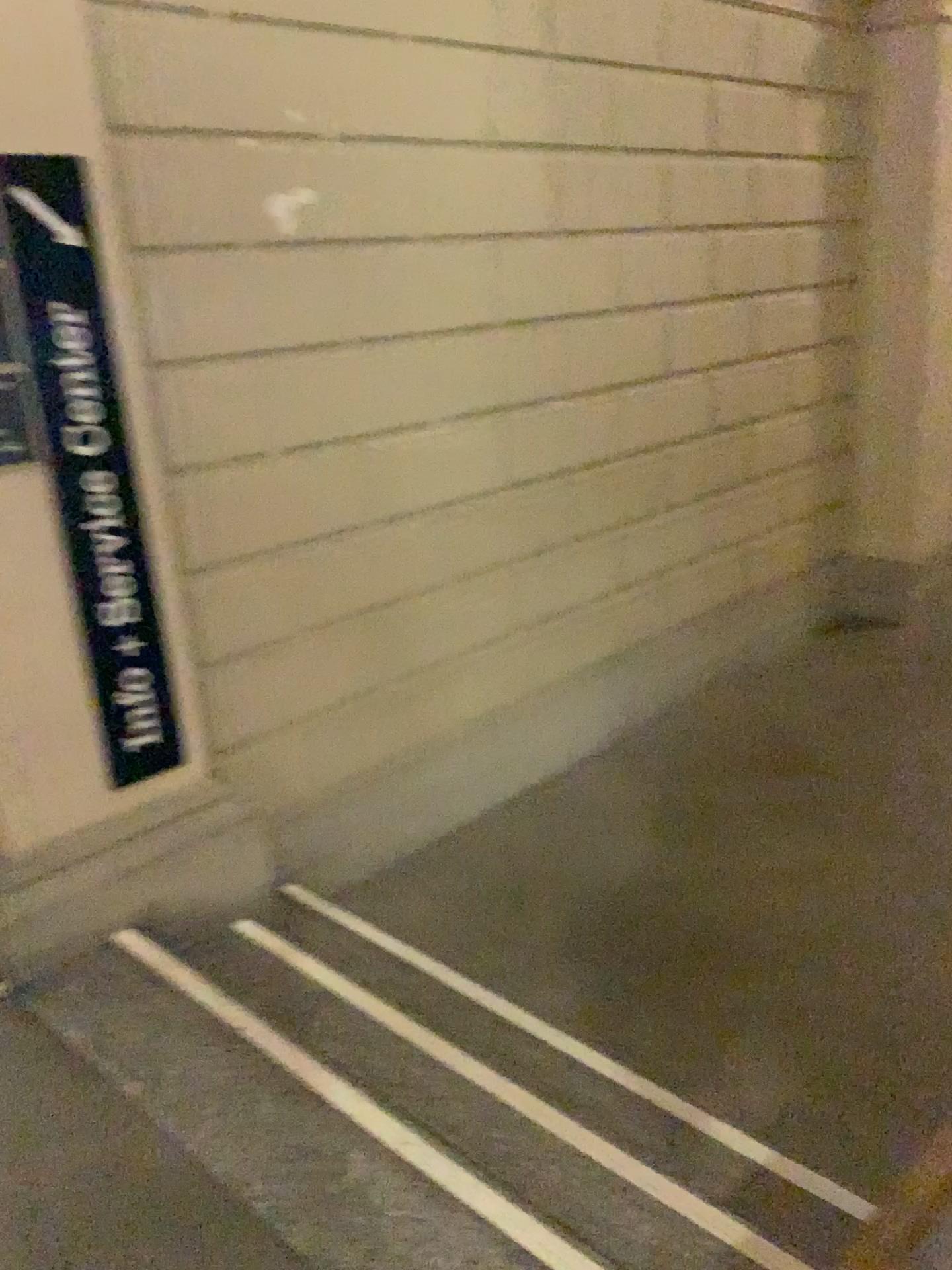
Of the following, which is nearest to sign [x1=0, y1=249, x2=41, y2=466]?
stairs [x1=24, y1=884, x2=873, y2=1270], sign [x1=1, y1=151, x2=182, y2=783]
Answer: sign [x1=1, y1=151, x2=182, y2=783]

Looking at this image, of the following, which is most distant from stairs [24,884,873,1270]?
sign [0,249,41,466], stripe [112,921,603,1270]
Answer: sign [0,249,41,466]

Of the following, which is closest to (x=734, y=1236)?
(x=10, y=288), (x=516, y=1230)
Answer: (x=516, y=1230)

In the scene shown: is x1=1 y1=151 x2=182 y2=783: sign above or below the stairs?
above

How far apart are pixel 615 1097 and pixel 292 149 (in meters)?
2.60

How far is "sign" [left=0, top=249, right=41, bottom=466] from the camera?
2.3 meters

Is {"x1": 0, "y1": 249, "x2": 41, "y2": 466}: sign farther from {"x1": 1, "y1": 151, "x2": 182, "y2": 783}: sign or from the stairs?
the stairs

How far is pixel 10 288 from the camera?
2.3 meters

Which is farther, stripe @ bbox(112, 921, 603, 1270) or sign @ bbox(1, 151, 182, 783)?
sign @ bbox(1, 151, 182, 783)

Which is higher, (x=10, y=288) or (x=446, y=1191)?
(x=10, y=288)
